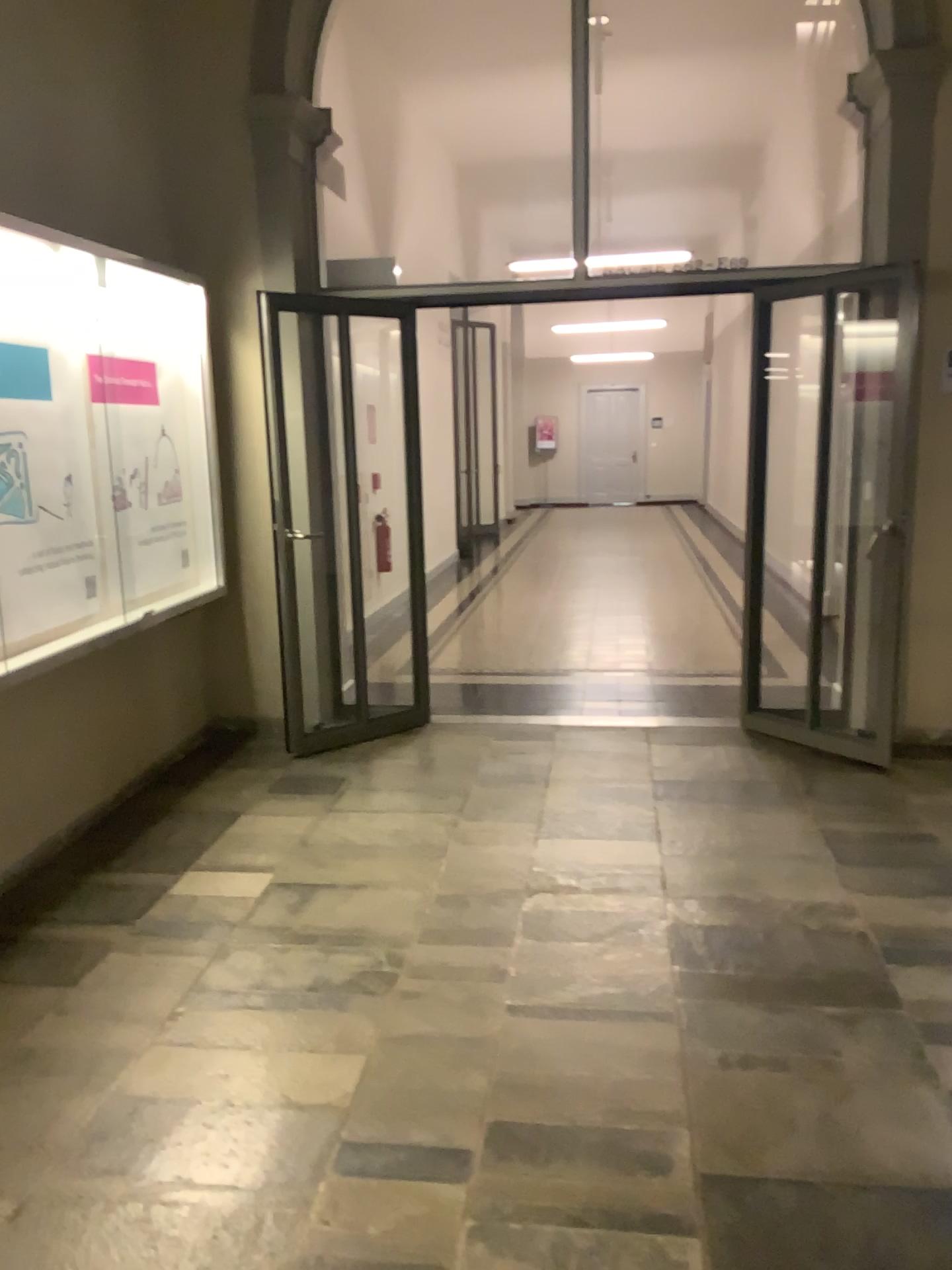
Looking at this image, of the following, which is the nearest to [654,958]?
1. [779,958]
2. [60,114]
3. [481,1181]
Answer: [779,958]
